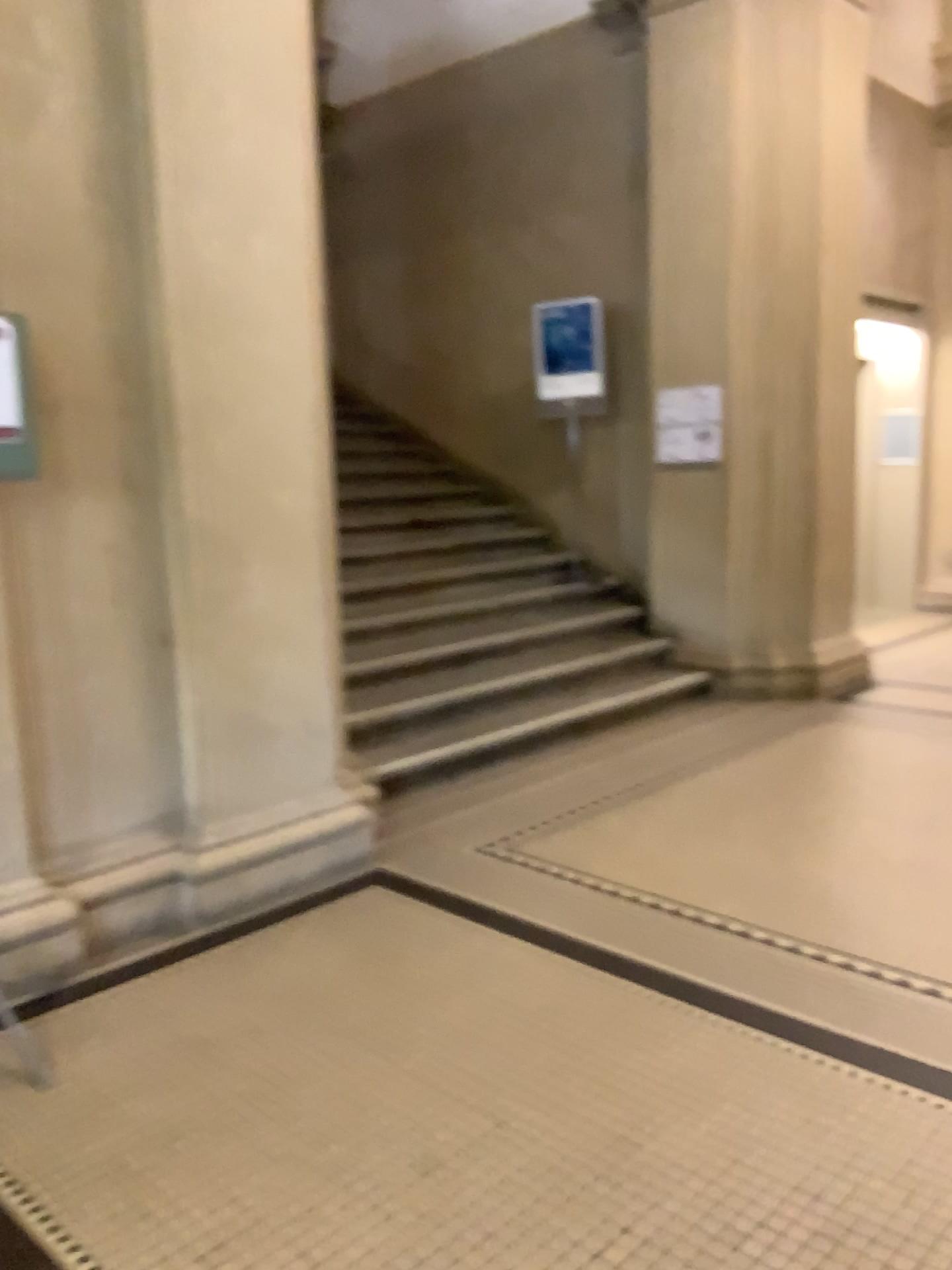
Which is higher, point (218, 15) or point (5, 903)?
point (218, 15)

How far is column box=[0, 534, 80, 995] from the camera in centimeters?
295cm

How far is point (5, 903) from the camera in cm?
295

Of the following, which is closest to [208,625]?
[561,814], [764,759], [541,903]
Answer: [541,903]
